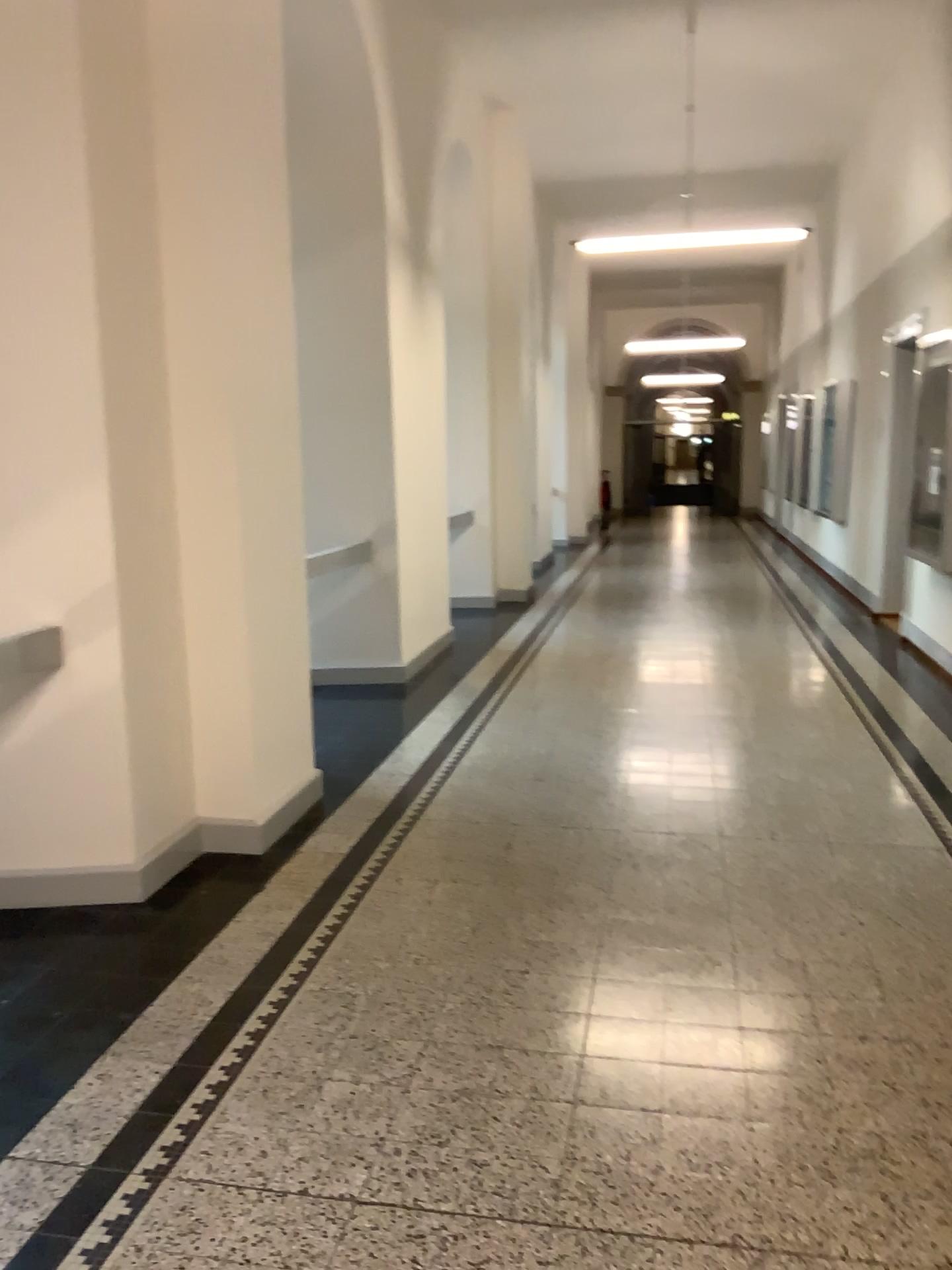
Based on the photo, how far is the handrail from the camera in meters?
3.4

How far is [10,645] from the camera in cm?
342

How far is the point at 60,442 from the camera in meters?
3.4
